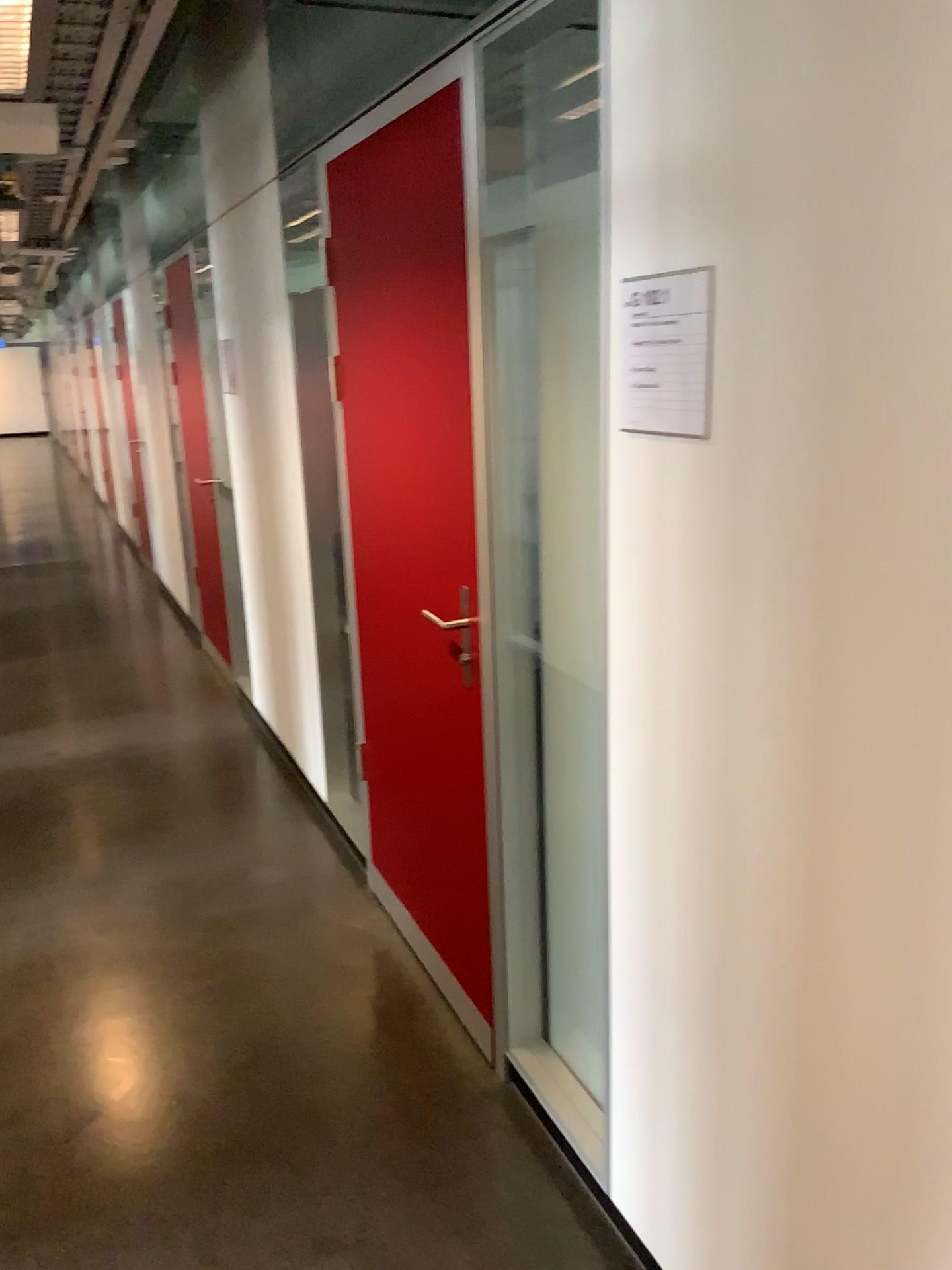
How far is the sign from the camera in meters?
1.4

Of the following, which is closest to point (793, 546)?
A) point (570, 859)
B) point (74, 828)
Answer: point (570, 859)

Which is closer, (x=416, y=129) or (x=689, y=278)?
(x=689, y=278)

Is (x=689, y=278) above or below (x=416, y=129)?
below

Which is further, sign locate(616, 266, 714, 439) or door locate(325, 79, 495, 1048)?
door locate(325, 79, 495, 1048)

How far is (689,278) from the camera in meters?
1.4 m
